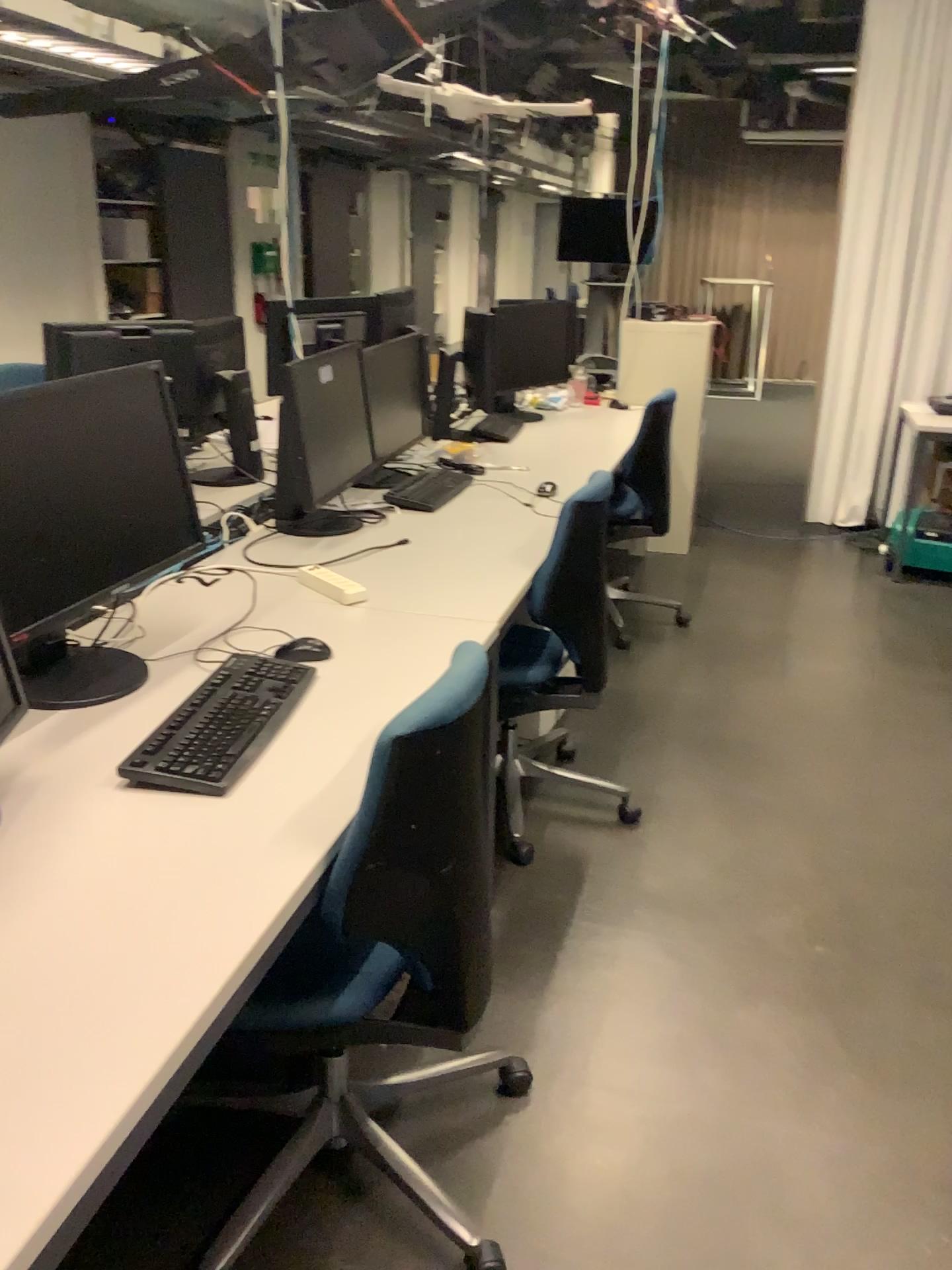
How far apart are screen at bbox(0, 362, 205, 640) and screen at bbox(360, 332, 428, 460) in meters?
1.4 m

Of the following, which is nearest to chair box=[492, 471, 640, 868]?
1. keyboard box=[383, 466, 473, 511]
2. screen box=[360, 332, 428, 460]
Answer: keyboard box=[383, 466, 473, 511]

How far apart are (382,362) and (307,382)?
0.6 meters

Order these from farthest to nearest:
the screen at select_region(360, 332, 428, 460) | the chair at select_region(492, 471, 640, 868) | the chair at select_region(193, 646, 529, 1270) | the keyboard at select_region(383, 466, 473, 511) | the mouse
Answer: the screen at select_region(360, 332, 428, 460)
the keyboard at select_region(383, 466, 473, 511)
the chair at select_region(492, 471, 640, 868)
the mouse
the chair at select_region(193, 646, 529, 1270)

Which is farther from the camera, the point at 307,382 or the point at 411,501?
the point at 411,501

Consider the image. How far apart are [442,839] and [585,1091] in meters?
0.8 m

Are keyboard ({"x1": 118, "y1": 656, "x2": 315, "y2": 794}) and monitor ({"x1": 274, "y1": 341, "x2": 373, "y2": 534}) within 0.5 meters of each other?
no

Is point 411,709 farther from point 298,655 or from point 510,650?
point 510,650

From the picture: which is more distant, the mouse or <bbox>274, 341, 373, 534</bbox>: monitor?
<bbox>274, 341, 373, 534</bbox>: monitor

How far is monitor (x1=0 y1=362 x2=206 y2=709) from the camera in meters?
1.6
